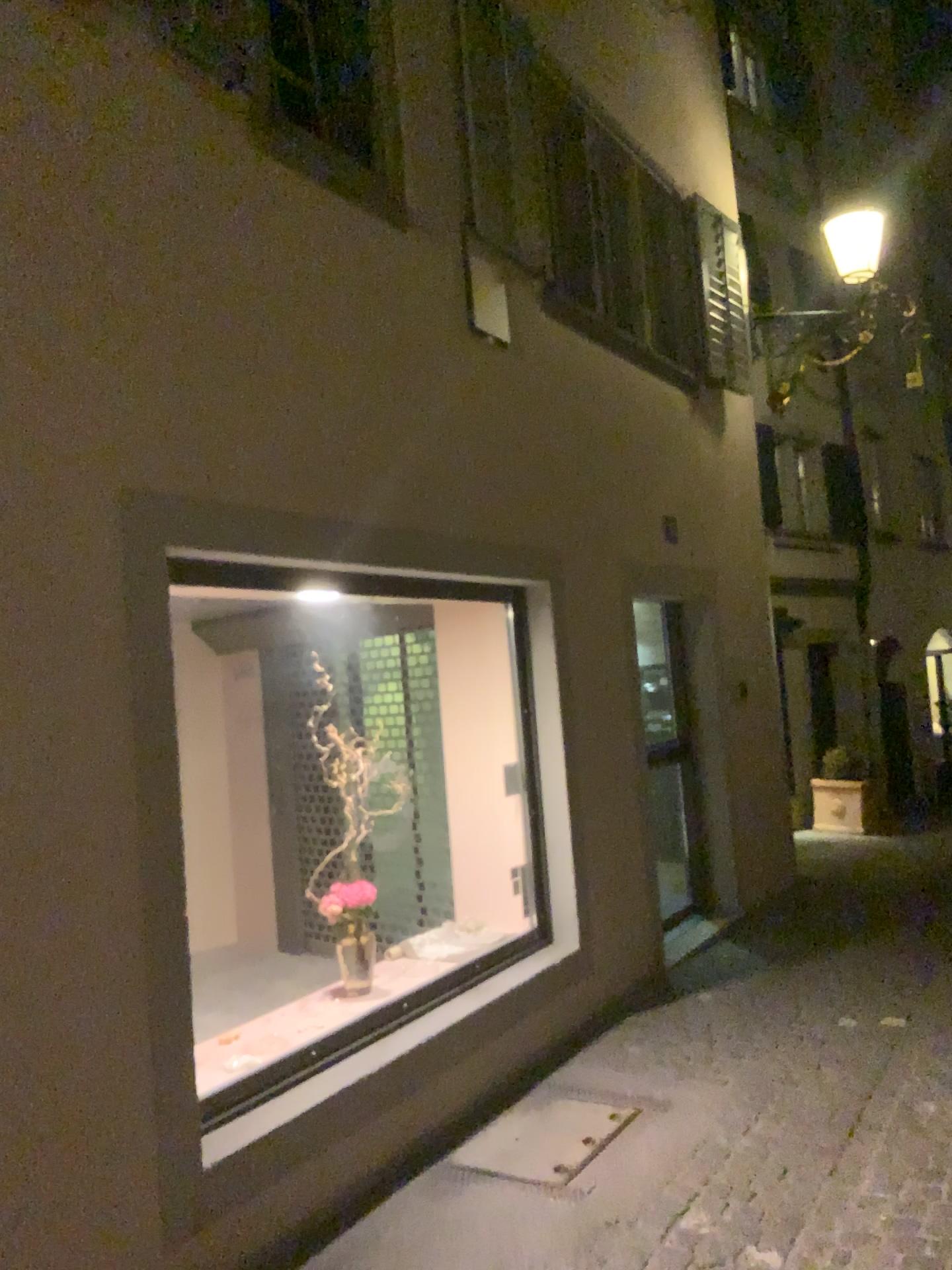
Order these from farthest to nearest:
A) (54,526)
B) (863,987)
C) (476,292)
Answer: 1. (863,987)
2. (476,292)
3. (54,526)
